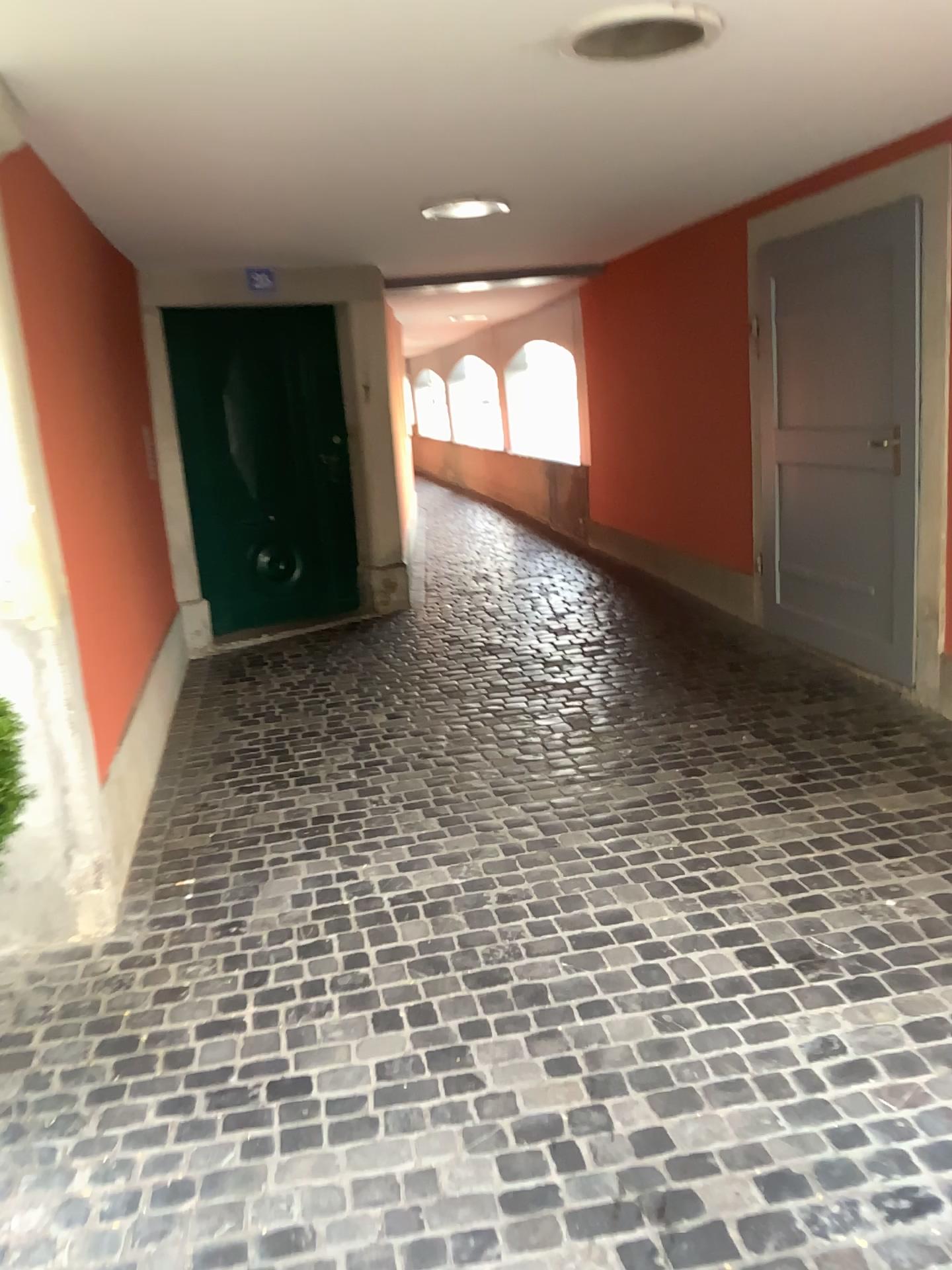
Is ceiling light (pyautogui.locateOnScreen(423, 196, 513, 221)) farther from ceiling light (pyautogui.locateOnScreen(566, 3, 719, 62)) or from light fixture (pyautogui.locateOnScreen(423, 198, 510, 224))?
ceiling light (pyautogui.locateOnScreen(566, 3, 719, 62))

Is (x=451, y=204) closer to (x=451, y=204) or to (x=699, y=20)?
(x=451, y=204)

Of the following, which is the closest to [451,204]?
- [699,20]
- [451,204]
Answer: [451,204]

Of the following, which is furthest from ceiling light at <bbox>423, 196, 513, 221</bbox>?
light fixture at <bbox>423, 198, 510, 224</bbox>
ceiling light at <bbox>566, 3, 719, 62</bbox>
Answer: ceiling light at <bbox>566, 3, 719, 62</bbox>

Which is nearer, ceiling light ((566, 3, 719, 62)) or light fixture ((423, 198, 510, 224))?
ceiling light ((566, 3, 719, 62))

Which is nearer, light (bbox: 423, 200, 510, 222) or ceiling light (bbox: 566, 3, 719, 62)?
ceiling light (bbox: 566, 3, 719, 62)

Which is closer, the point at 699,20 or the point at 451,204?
the point at 699,20

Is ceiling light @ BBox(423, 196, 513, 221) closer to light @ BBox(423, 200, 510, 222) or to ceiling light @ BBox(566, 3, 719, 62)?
light @ BBox(423, 200, 510, 222)

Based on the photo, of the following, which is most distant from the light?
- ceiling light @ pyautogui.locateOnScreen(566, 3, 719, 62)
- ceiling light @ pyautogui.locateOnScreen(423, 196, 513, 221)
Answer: ceiling light @ pyautogui.locateOnScreen(566, 3, 719, 62)

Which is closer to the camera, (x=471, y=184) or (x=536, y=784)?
(x=536, y=784)
